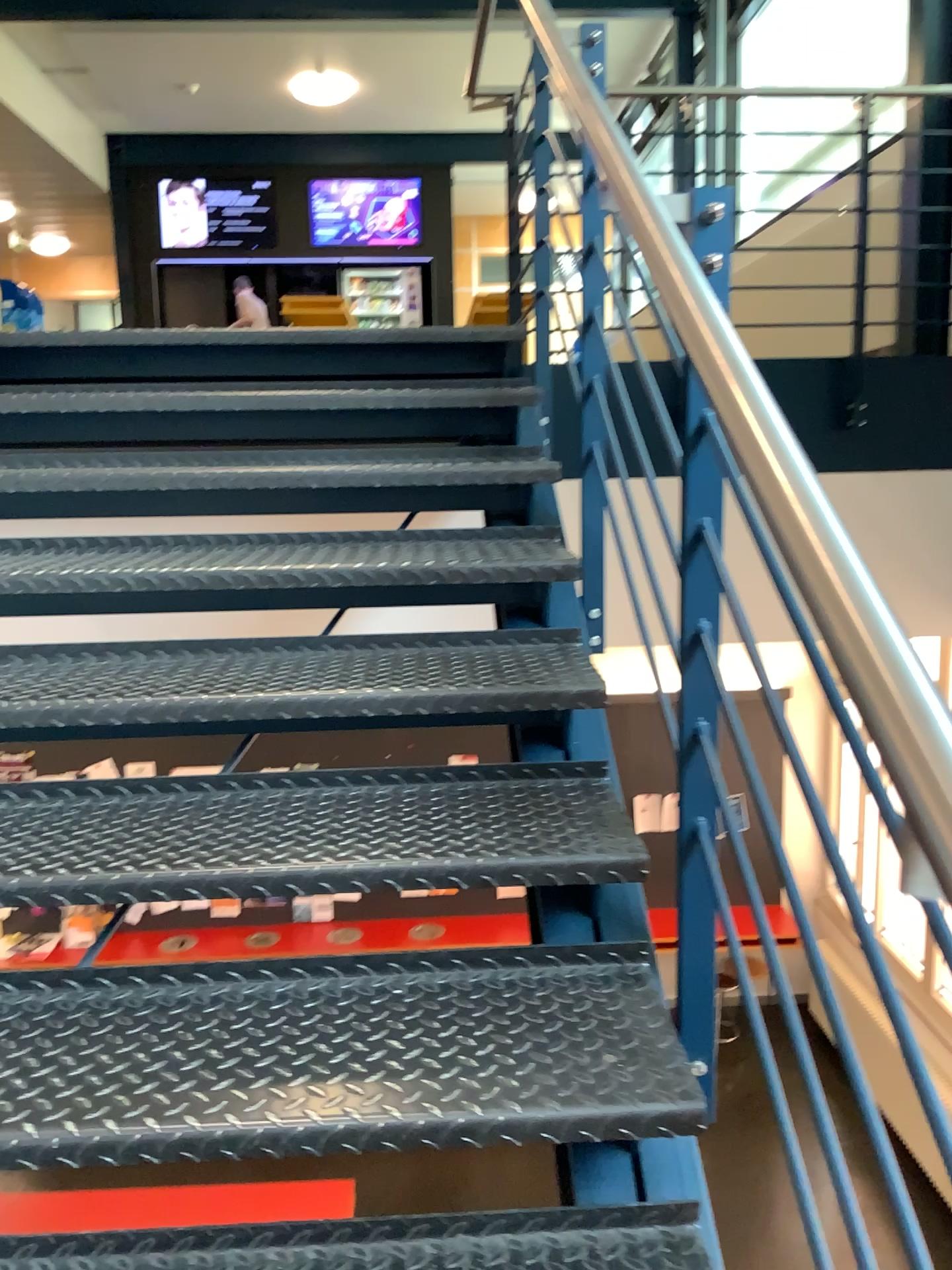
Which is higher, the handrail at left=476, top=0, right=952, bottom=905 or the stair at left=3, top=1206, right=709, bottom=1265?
the handrail at left=476, top=0, right=952, bottom=905

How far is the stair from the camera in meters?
1.1

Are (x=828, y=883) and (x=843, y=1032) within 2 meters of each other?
yes

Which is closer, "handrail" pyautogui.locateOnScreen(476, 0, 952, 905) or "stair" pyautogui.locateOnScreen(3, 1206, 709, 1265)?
"handrail" pyautogui.locateOnScreen(476, 0, 952, 905)

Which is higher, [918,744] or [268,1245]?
[918,744]

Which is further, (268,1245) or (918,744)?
(268,1245)

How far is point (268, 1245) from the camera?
1.1 meters
